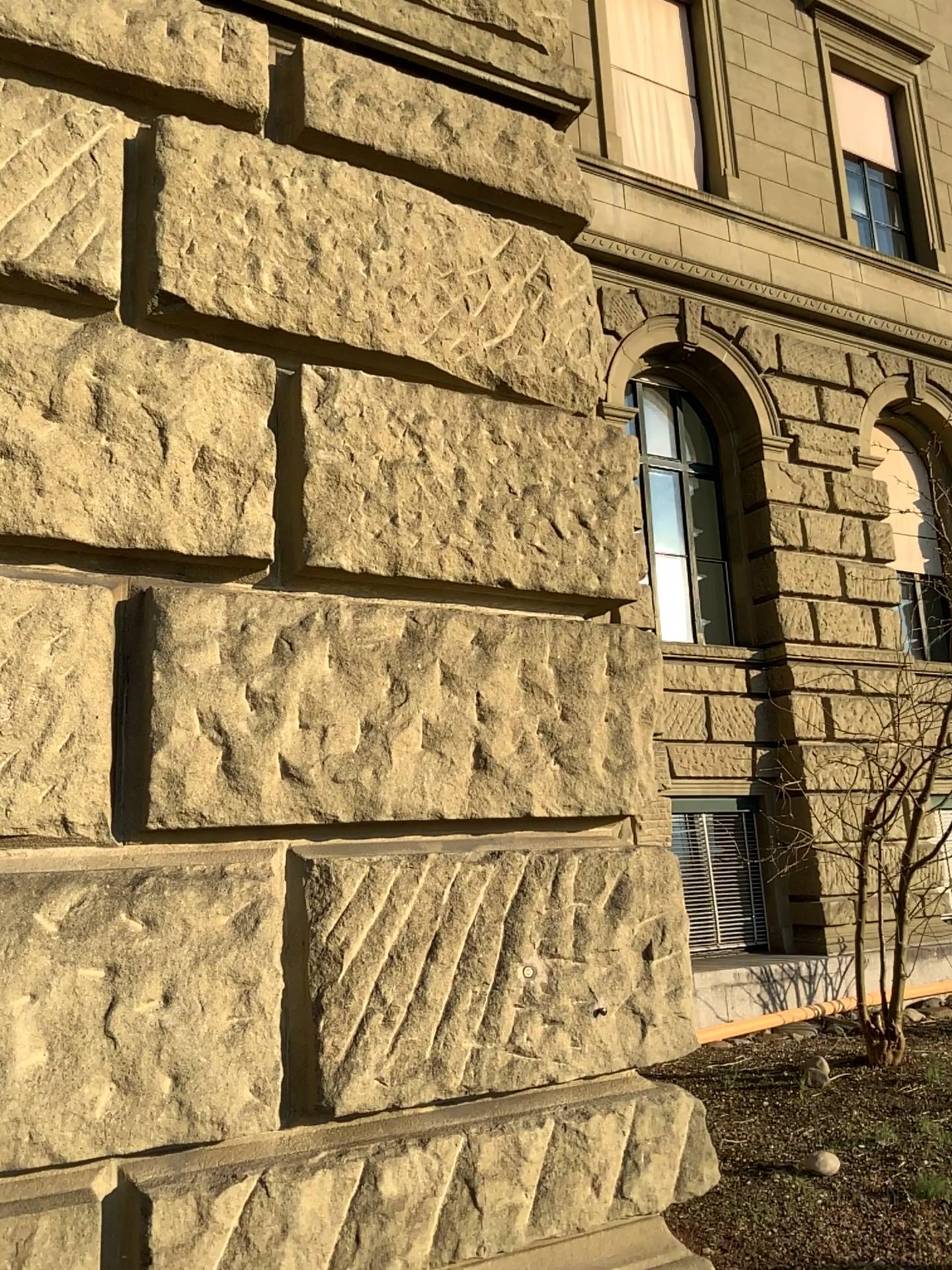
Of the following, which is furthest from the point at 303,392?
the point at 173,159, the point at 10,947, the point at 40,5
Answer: the point at 10,947

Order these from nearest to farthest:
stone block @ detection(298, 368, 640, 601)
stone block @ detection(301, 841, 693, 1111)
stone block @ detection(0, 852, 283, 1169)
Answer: stone block @ detection(0, 852, 283, 1169) < stone block @ detection(301, 841, 693, 1111) < stone block @ detection(298, 368, 640, 601)

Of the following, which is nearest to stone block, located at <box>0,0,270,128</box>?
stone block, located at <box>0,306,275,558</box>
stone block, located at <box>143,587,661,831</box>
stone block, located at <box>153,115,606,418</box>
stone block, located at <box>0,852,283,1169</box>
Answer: stone block, located at <box>153,115,606,418</box>

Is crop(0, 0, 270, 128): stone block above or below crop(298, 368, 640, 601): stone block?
above

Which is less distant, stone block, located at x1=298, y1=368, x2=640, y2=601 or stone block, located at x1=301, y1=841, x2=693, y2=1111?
stone block, located at x1=301, y1=841, x2=693, y2=1111

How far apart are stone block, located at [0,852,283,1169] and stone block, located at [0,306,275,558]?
0.6 meters

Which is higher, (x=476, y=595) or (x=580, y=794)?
(x=476, y=595)

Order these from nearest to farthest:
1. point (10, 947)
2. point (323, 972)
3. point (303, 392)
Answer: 1. point (10, 947)
2. point (323, 972)
3. point (303, 392)

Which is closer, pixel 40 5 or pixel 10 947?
pixel 10 947

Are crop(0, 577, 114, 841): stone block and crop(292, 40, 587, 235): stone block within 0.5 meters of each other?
no
